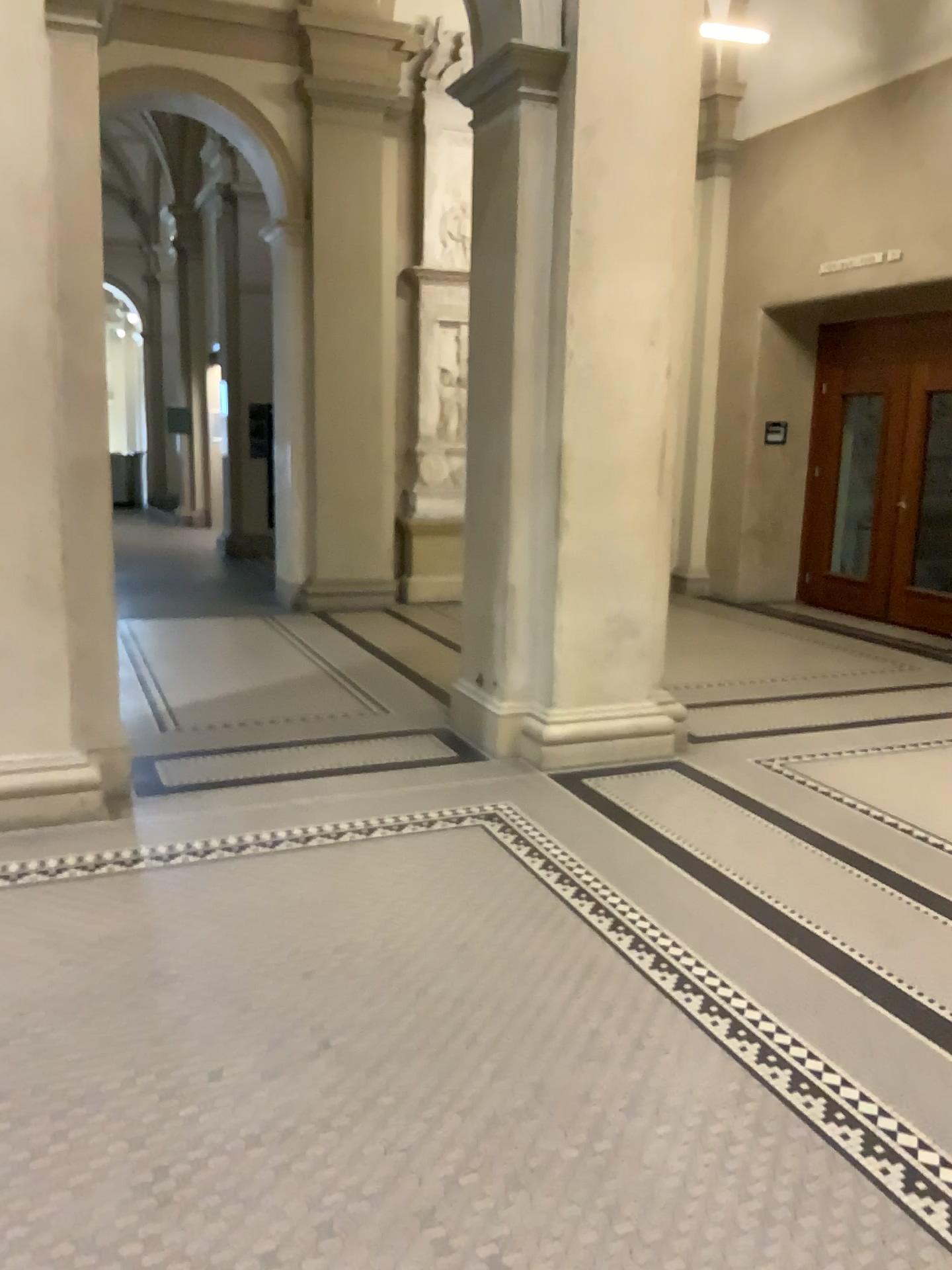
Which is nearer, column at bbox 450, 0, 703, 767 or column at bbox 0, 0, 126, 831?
column at bbox 0, 0, 126, 831

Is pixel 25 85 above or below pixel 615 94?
below

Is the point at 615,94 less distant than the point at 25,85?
No

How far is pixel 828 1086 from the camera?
2.5m
